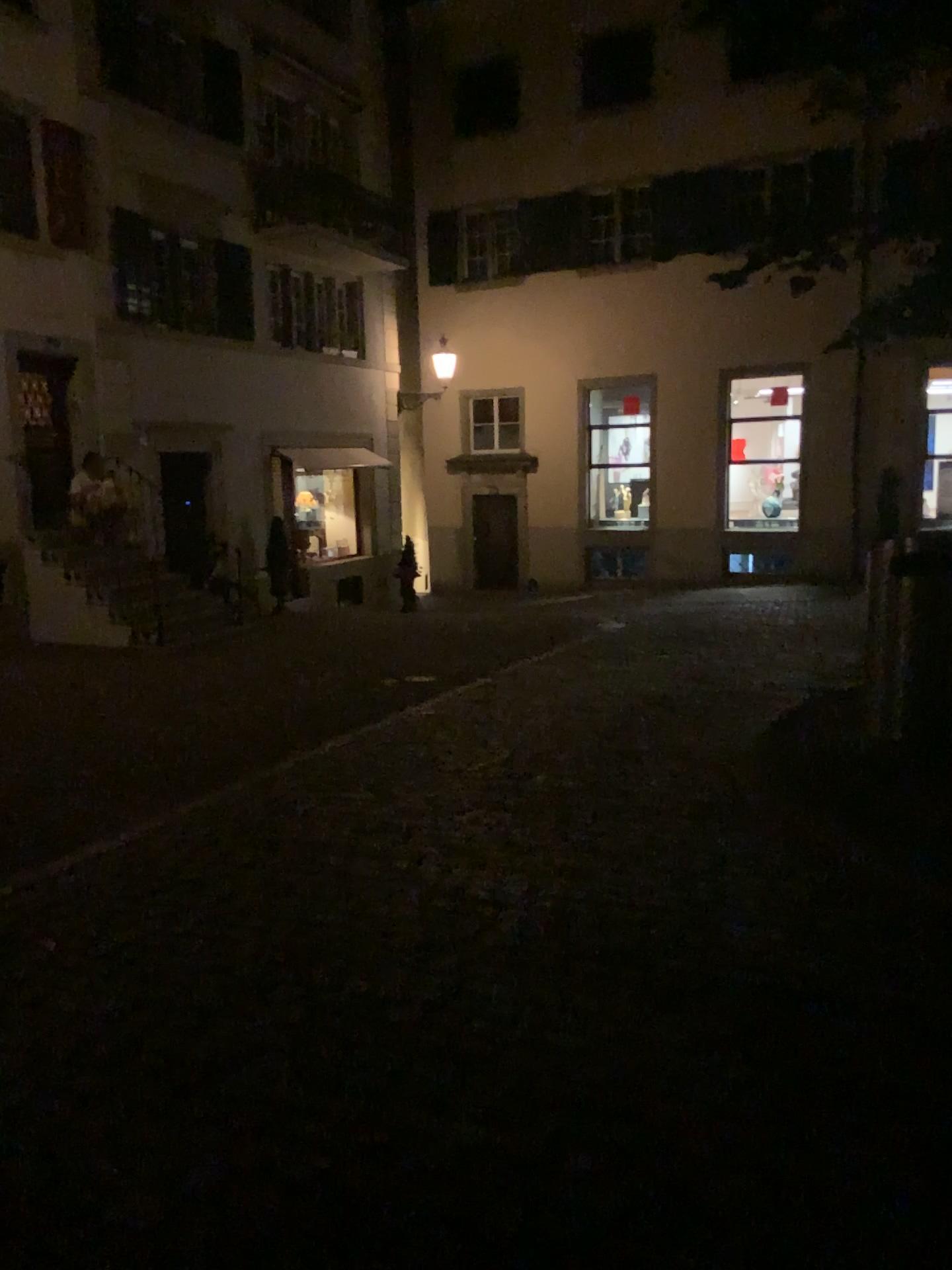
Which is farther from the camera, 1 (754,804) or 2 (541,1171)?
1 (754,804)
